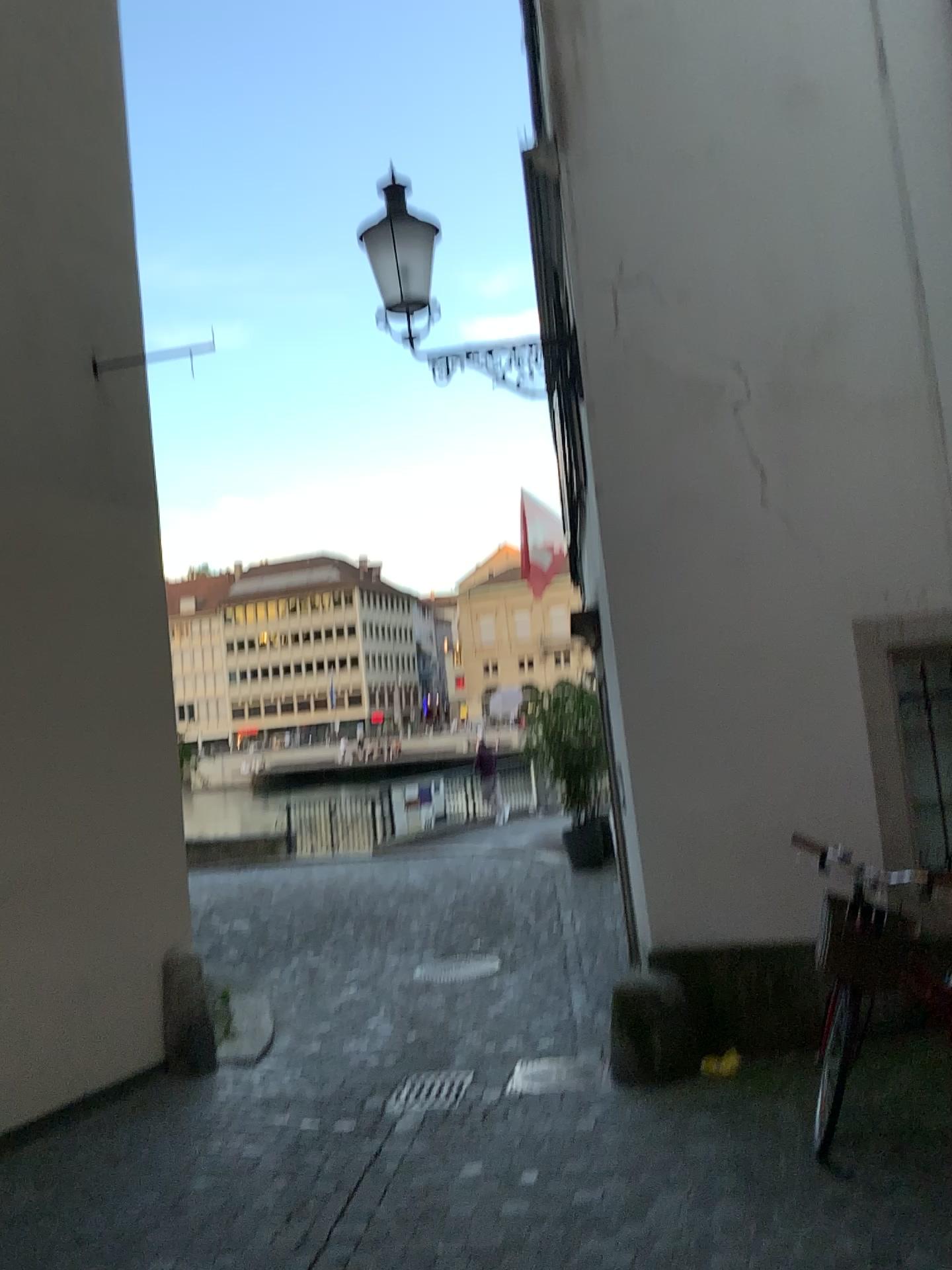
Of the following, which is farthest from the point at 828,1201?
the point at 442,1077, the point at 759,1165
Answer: the point at 442,1077

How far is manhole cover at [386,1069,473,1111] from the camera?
4.9 meters

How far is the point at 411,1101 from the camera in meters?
4.9

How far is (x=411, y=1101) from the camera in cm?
486

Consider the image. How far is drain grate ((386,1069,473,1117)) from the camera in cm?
486
